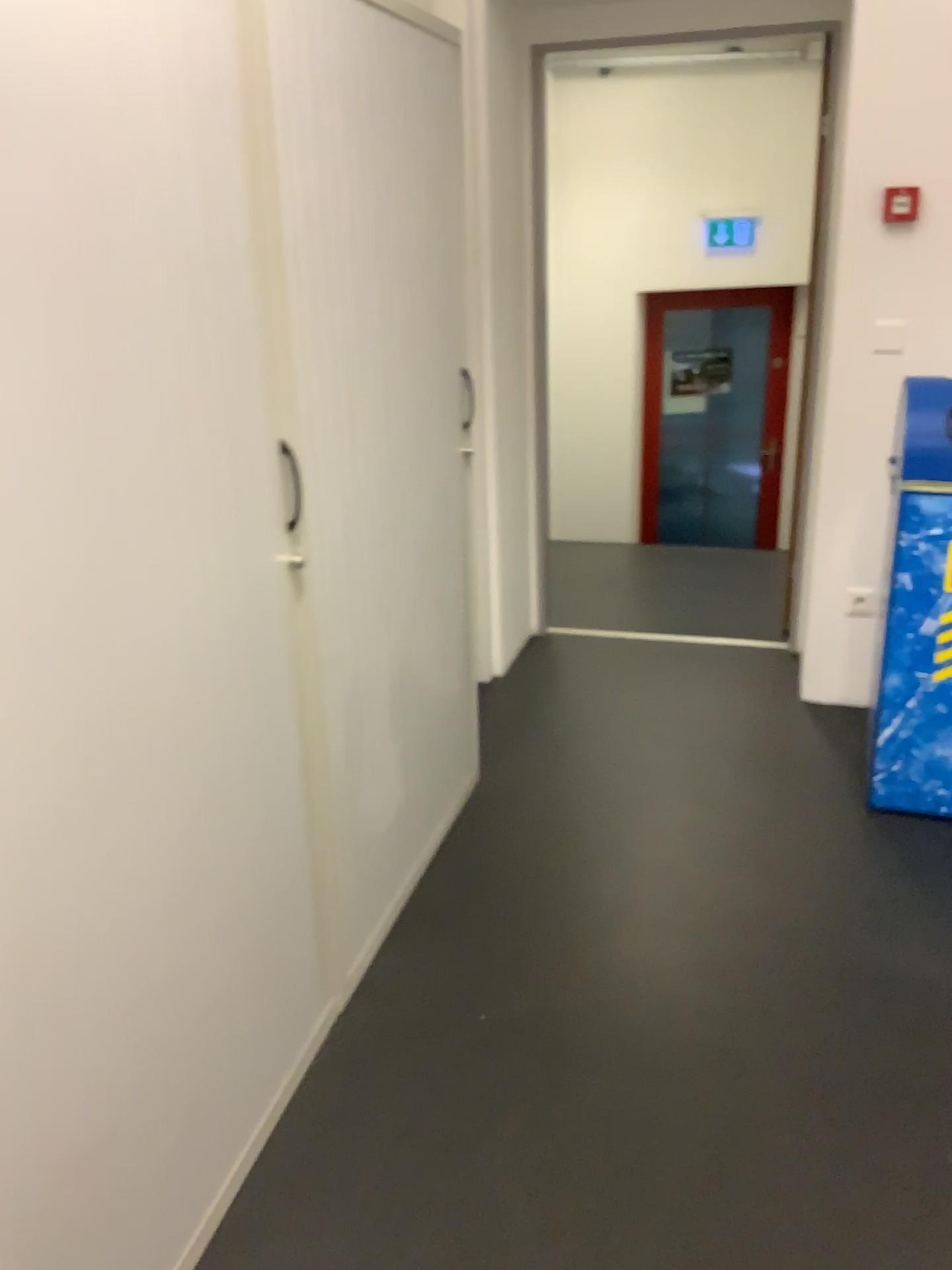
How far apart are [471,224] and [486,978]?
2.2m

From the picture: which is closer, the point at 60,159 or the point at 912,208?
the point at 60,159

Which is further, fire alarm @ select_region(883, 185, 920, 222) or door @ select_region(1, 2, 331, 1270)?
fire alarm @ select_region(883, 185, 920, 222)

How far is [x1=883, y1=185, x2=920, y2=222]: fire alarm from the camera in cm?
284

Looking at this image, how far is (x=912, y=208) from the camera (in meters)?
2.84
